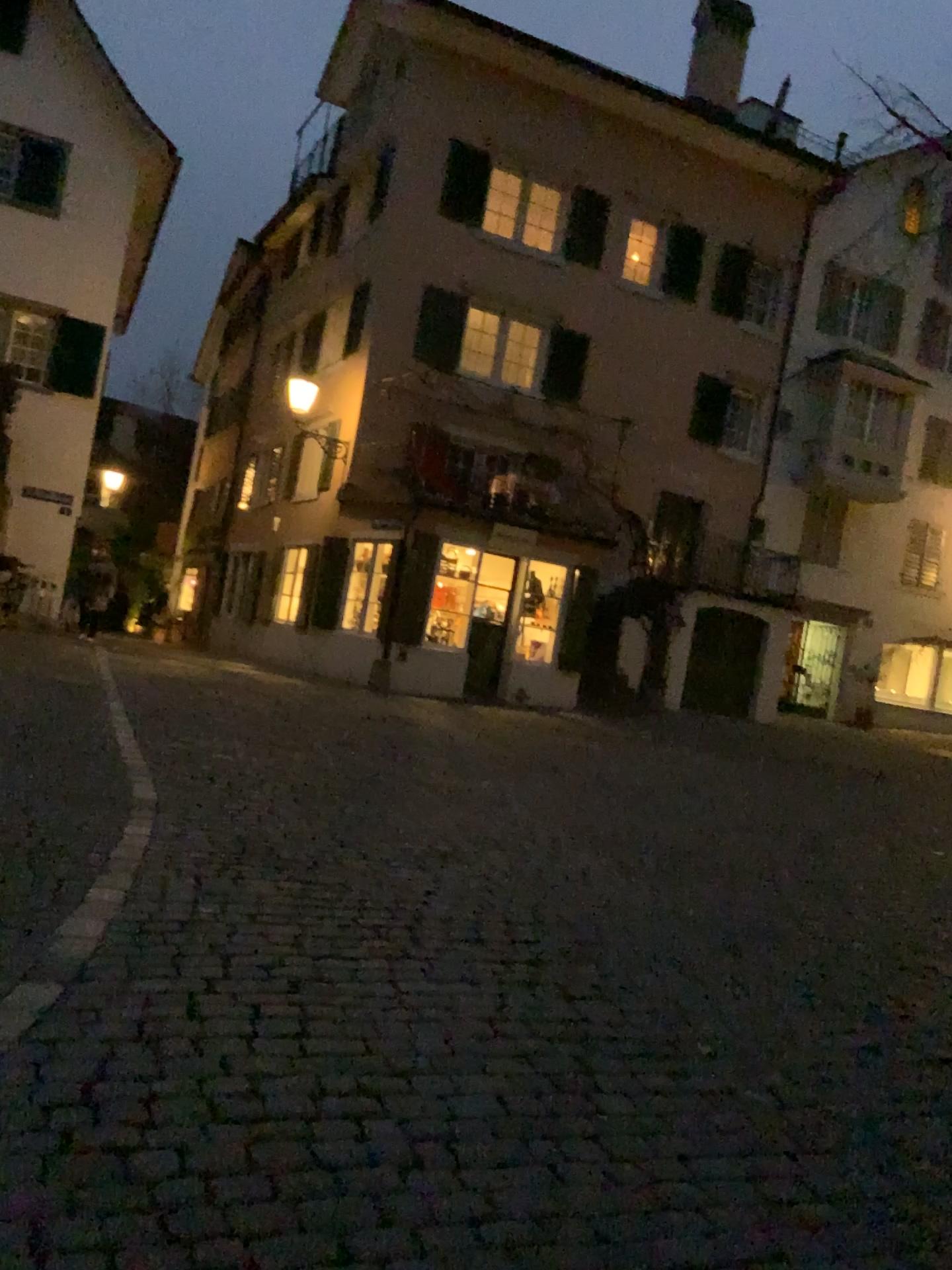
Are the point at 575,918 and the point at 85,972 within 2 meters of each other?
no
